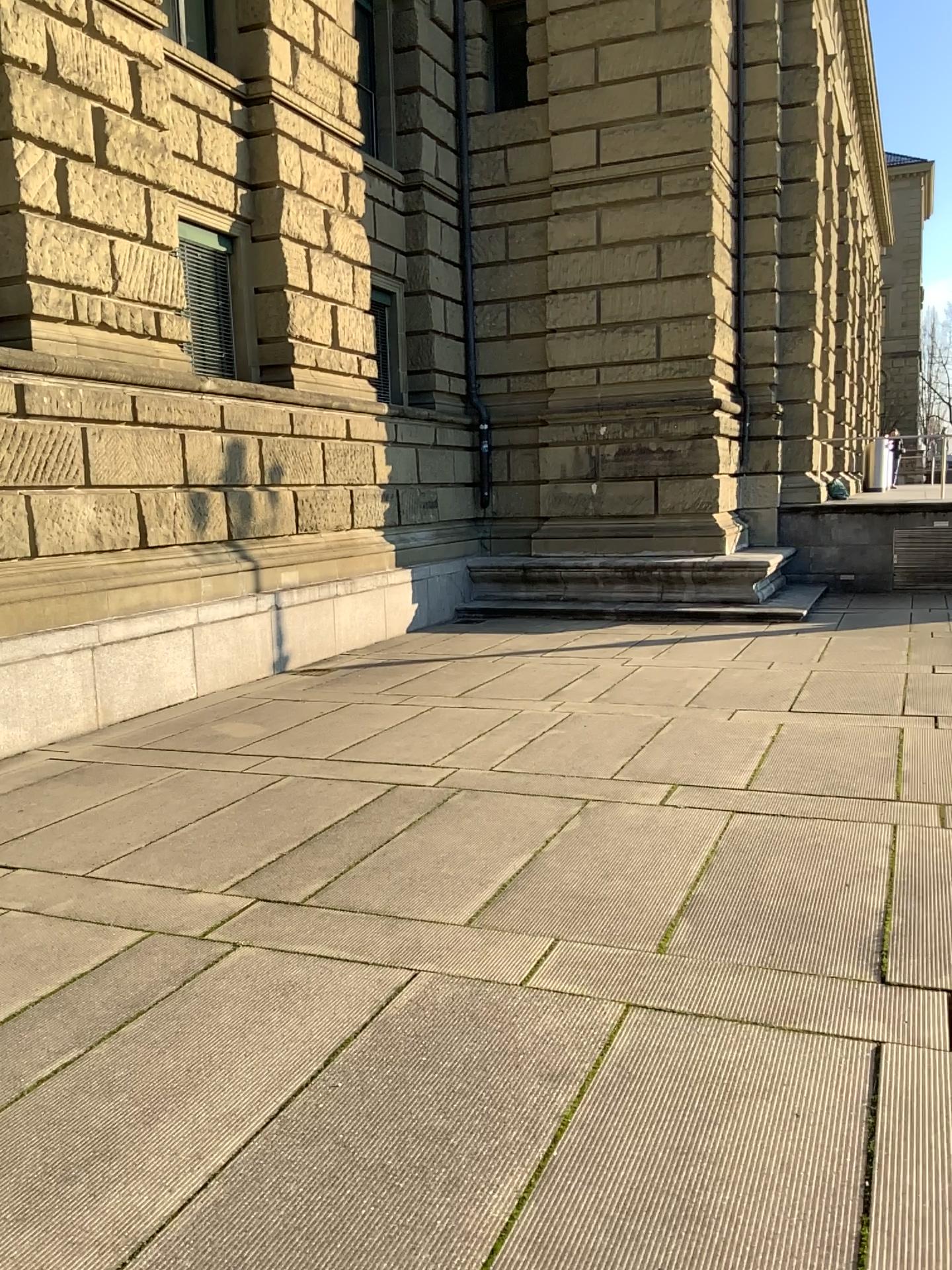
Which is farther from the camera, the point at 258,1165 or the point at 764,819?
the point at 764,819
